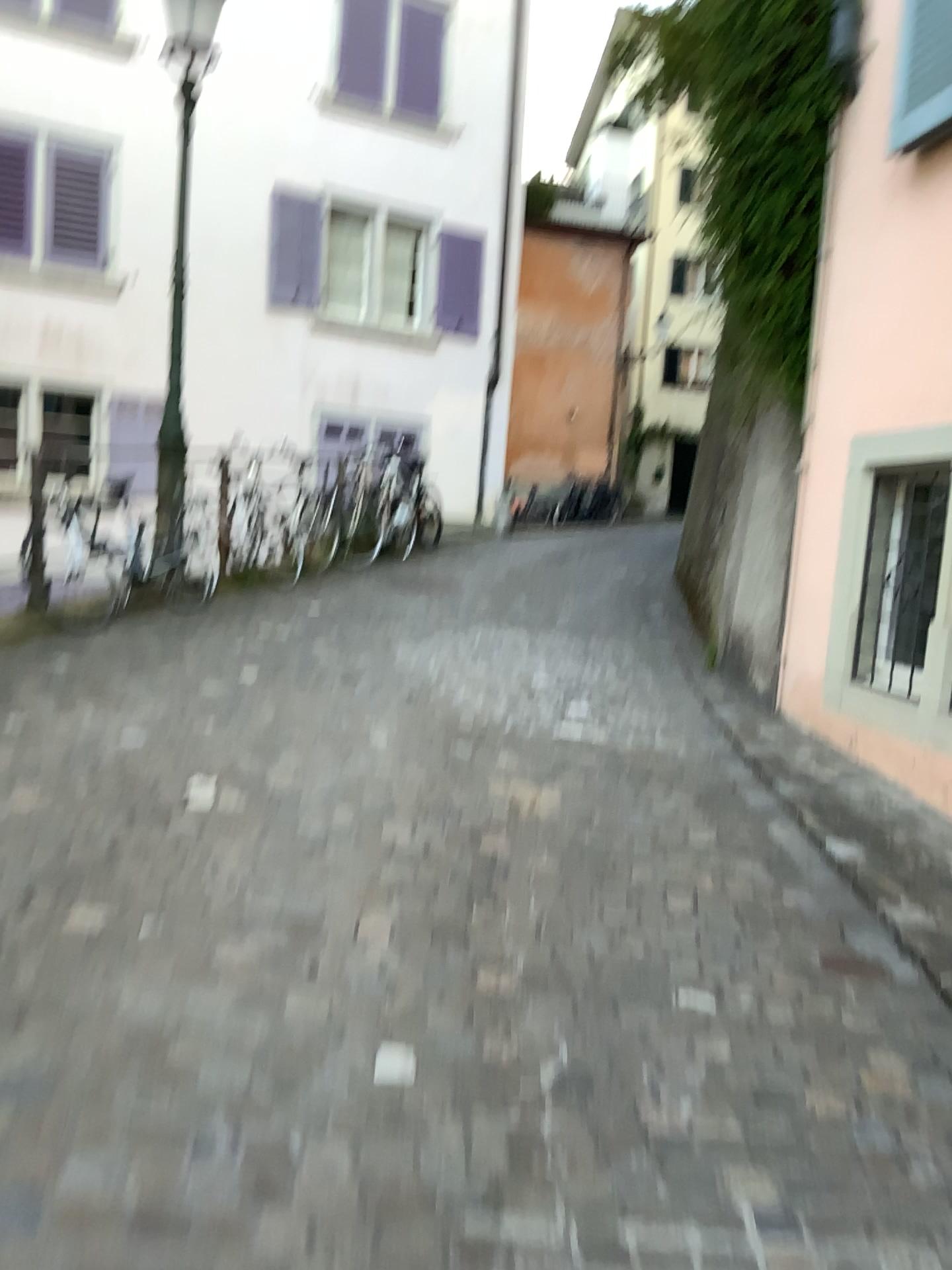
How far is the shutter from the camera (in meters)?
4.10

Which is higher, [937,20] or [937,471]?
[937,20]

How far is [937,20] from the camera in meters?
4.1

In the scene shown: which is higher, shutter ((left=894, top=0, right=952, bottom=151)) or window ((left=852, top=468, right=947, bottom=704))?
shutter ((left=894, top=0, right=952, bottom=151))

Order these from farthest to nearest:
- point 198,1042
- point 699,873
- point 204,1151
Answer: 1. point 699,873
2. point 198,1042
3. point 204,1151
